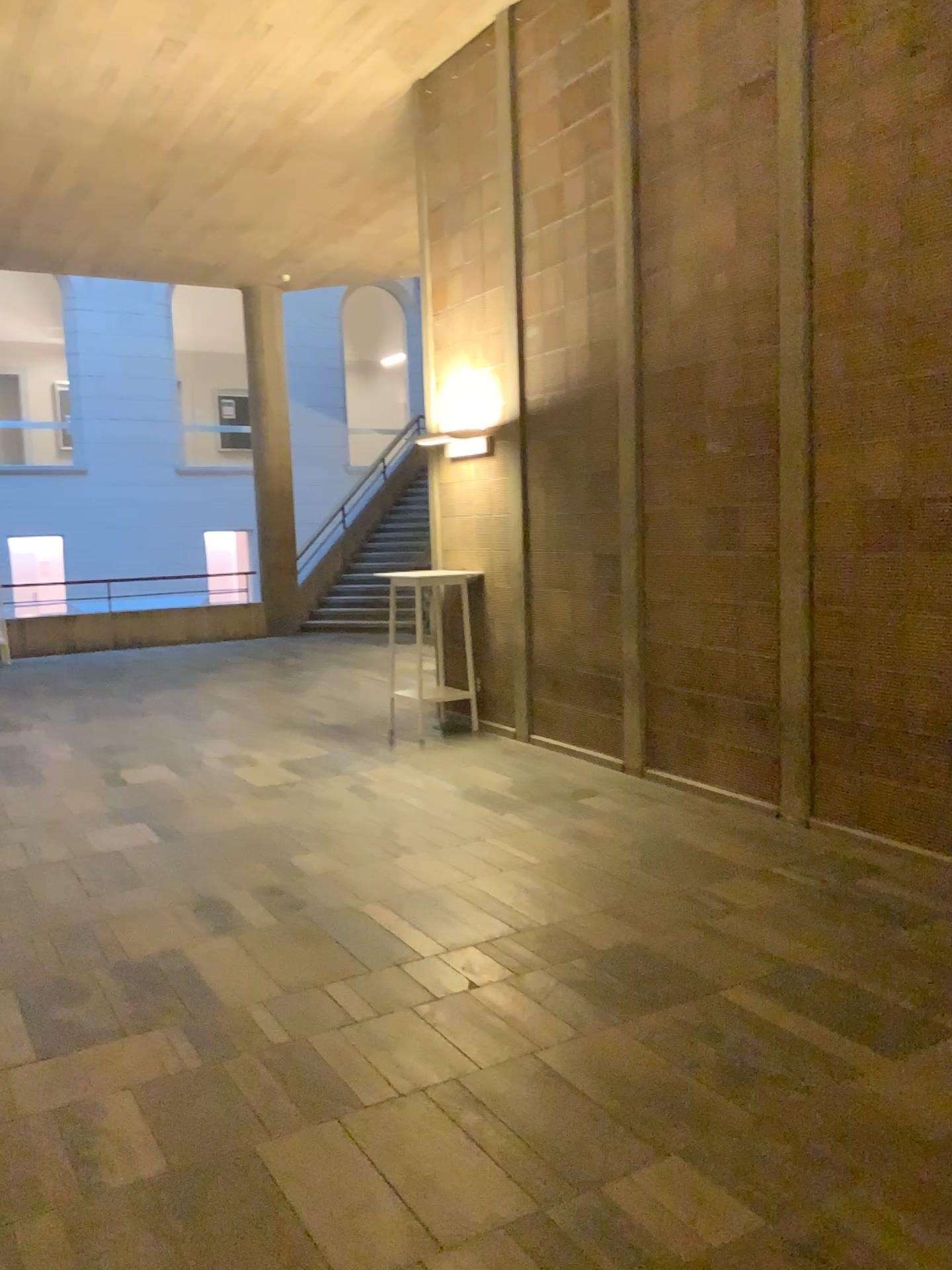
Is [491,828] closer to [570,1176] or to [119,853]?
[119,853]
